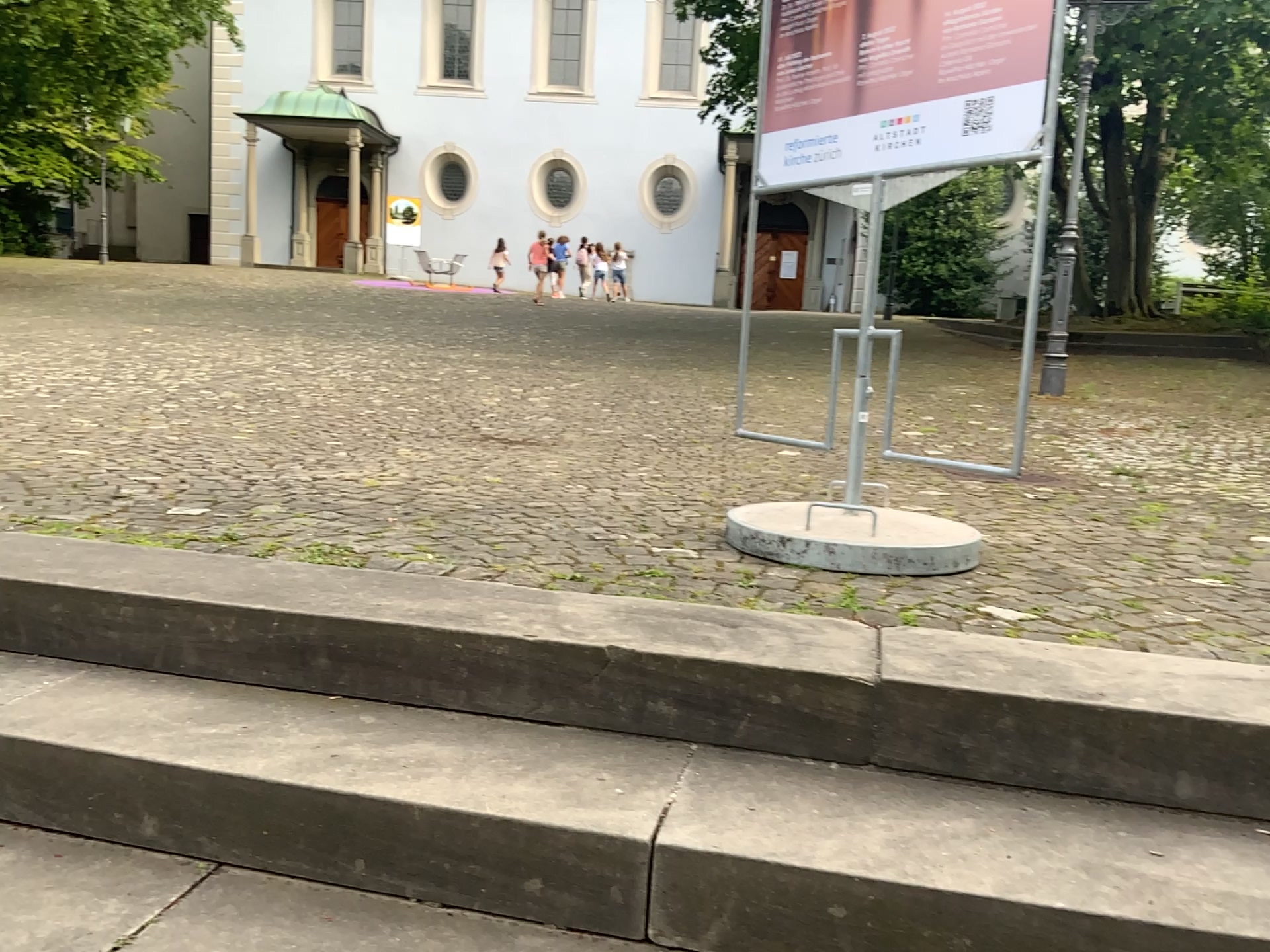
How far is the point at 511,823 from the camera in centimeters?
145cm

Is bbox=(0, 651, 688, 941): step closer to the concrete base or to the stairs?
the stairs

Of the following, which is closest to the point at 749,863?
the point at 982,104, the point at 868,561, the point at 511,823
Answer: the point at 511,823

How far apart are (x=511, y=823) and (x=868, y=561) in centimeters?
118cm

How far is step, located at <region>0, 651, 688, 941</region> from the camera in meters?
1.5

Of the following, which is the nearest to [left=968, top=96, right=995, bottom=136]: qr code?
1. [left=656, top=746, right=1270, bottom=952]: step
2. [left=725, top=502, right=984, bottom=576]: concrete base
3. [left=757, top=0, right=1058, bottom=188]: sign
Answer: [left=757, top=0, right=1058, bottom=188]: sign

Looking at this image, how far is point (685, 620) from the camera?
1.96m

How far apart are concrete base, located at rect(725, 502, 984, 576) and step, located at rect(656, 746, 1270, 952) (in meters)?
0.76

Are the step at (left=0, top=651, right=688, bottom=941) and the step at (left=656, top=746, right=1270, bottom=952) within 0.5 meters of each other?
yes

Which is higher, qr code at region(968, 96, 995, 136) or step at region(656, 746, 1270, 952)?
qr code at region(968, 96, 995, 136)
